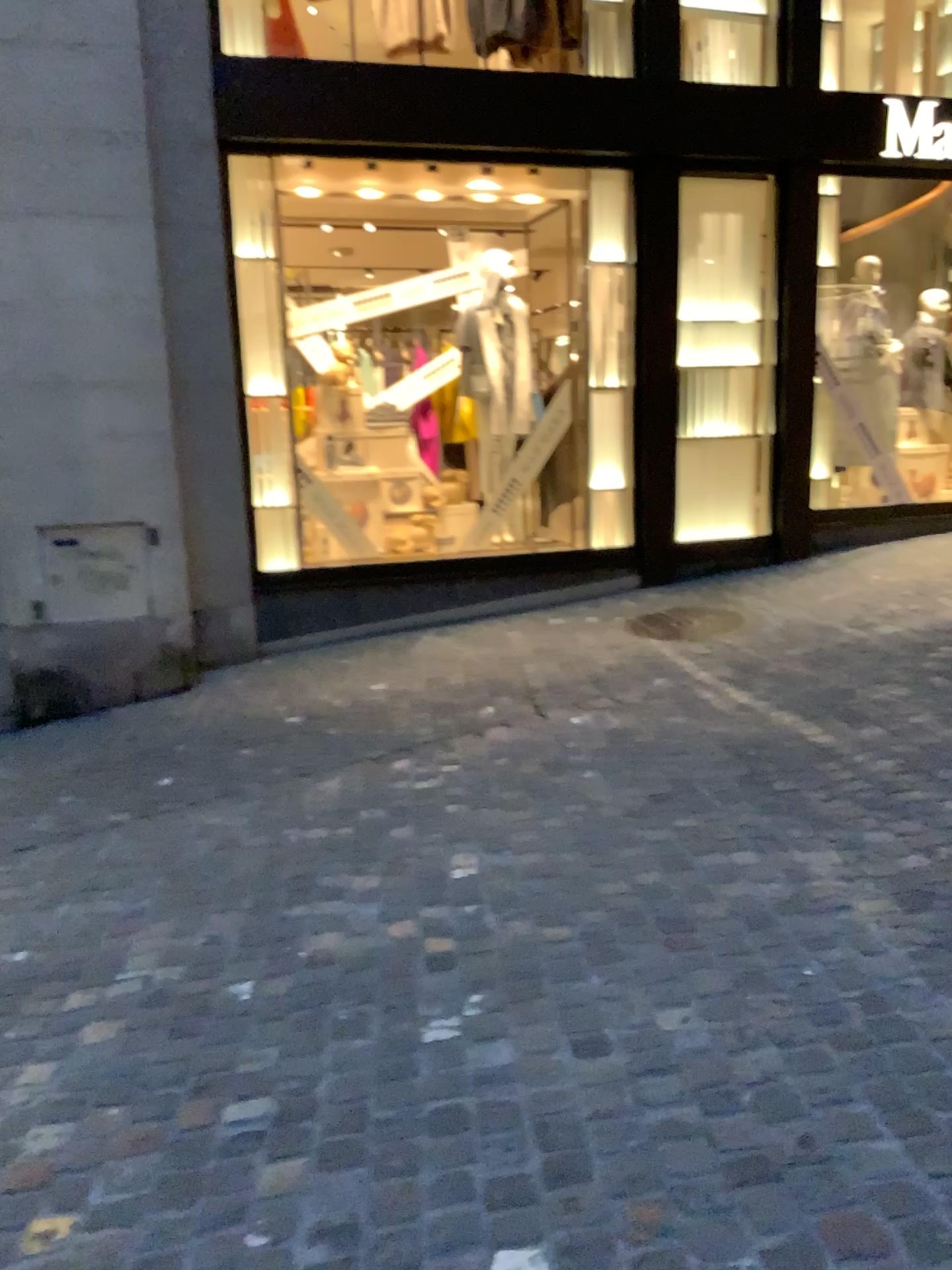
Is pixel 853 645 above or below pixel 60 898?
above
